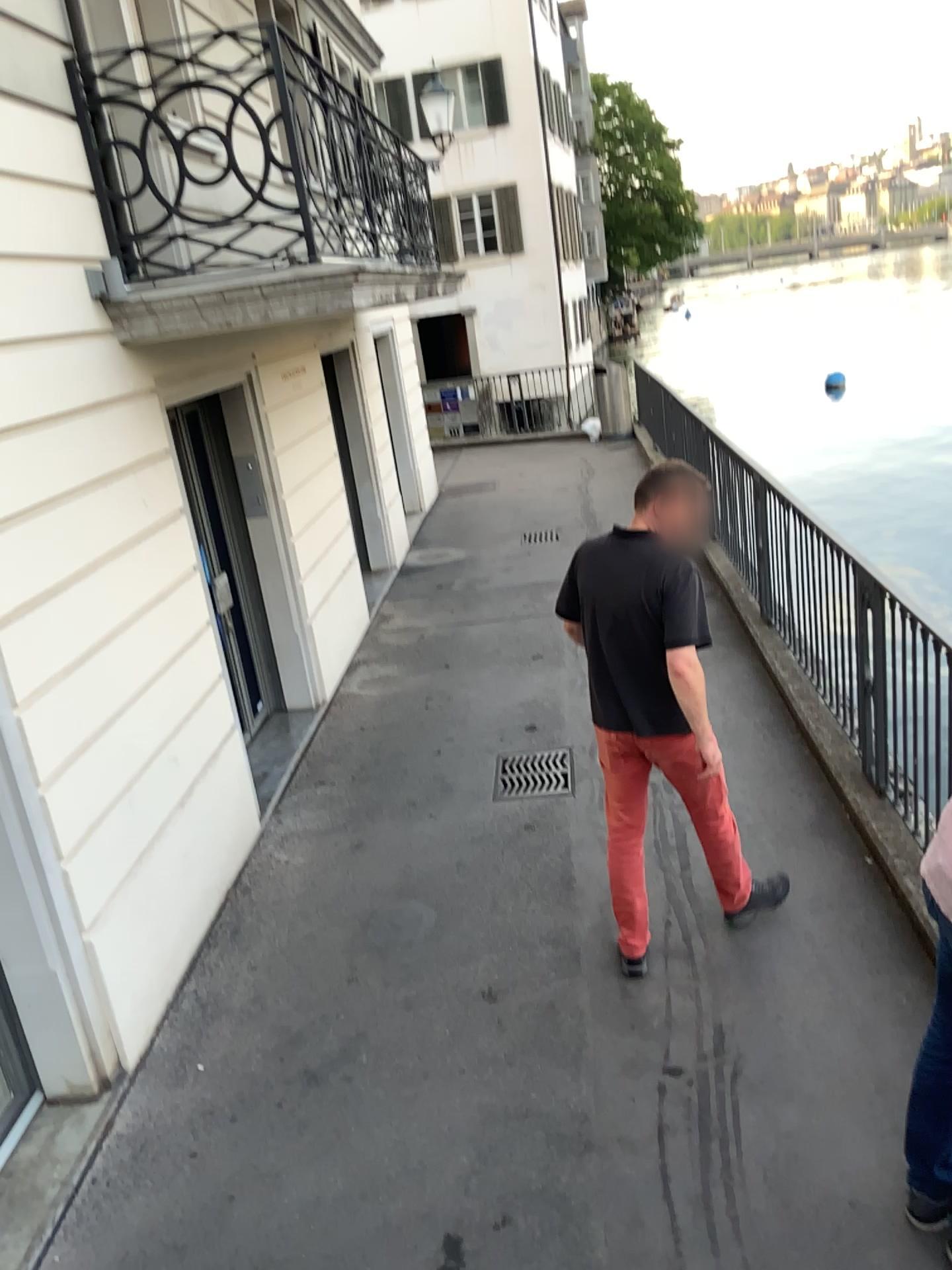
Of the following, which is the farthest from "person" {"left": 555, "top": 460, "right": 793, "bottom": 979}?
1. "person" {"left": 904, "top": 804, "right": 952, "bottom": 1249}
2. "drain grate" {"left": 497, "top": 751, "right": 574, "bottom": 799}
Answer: "drain grate" {"left": 497, "top": 751, "right": 574, "bottom": 799}

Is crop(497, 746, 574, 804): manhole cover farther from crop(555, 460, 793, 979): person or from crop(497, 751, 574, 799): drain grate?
crop(555, 460, 793, 979): person

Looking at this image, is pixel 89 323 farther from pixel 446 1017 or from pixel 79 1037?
pixel 446 1017

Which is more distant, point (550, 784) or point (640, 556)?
point (550, 784)

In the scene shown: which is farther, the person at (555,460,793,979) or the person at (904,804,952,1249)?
the person at (555,460,793,979)

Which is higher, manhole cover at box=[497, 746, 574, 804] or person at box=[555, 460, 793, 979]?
person at box=[555, 460, 793, 979]

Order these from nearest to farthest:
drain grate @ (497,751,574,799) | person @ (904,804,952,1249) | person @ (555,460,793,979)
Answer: person @ (904,804,952,1249) → person @ (555,460,793,979) → drain grate @ (497,751,574,799)

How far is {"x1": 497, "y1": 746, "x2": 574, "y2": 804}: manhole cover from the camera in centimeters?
548cm

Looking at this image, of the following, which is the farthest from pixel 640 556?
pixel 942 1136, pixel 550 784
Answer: pixel 550 784

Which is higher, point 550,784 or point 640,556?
point 640,556
